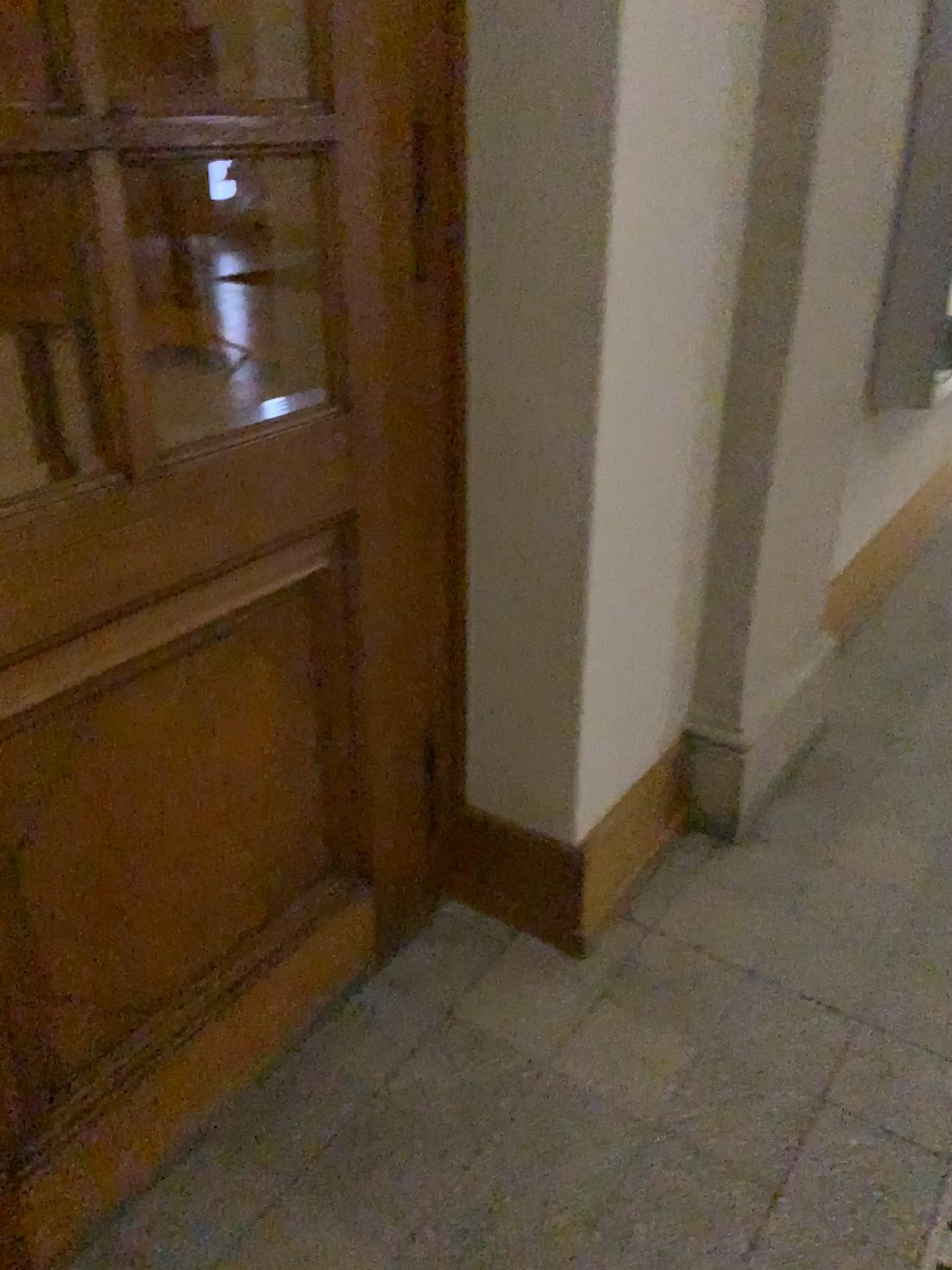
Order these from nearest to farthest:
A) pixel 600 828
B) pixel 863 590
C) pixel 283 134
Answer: pixel 283 134 → pixel 600 828 → pixel 863 590

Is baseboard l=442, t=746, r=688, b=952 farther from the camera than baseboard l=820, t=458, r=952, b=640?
No

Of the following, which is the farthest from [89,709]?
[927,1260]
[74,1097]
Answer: [927,1260]

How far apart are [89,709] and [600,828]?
1.0 meters

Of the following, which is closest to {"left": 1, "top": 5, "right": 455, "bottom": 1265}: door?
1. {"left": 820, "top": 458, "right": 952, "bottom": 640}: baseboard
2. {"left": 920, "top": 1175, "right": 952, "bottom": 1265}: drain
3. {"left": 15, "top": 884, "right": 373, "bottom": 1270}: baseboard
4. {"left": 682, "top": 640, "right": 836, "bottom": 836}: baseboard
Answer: {"left": 15, "top": 884, "right": 373, "bottom": 1270}: baseboard

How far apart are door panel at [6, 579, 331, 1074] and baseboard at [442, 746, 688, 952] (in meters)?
0.39

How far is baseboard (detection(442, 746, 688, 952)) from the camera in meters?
2.0

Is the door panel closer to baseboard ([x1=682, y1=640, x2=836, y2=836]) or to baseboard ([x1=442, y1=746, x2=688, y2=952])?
baseboard ([x1=442, y1=746, x2=688, y2=952])

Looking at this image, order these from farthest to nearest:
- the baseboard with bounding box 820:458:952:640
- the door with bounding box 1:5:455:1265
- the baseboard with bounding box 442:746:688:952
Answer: the baseboard with bounding box 820:458:952:640 < the baseboard with bounding box 442:746:688:952 < the door with bounding box 1:5:455:1265

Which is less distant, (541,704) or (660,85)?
(660,85)
